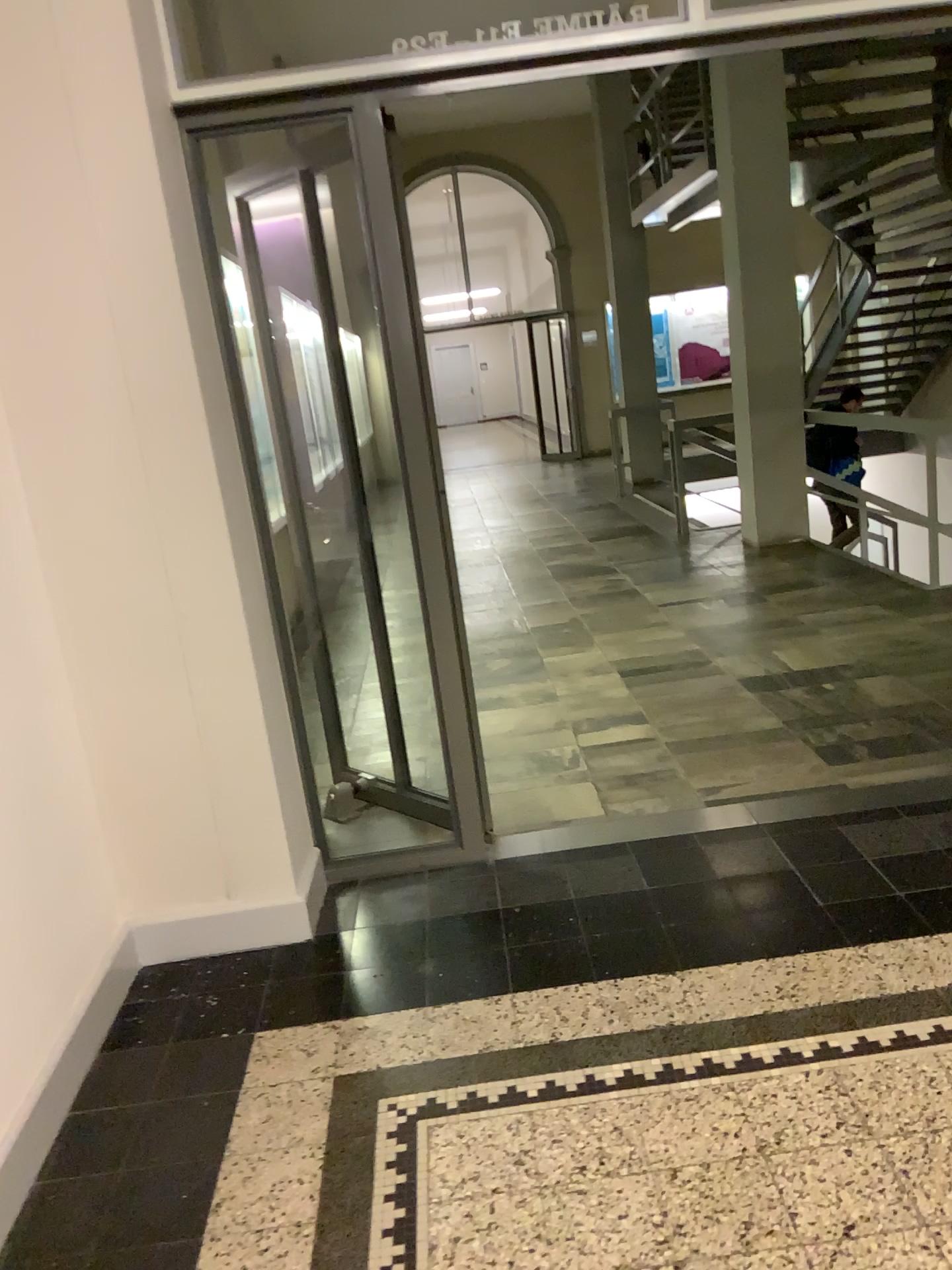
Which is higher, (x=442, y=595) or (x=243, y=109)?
(x=243, y=109)
